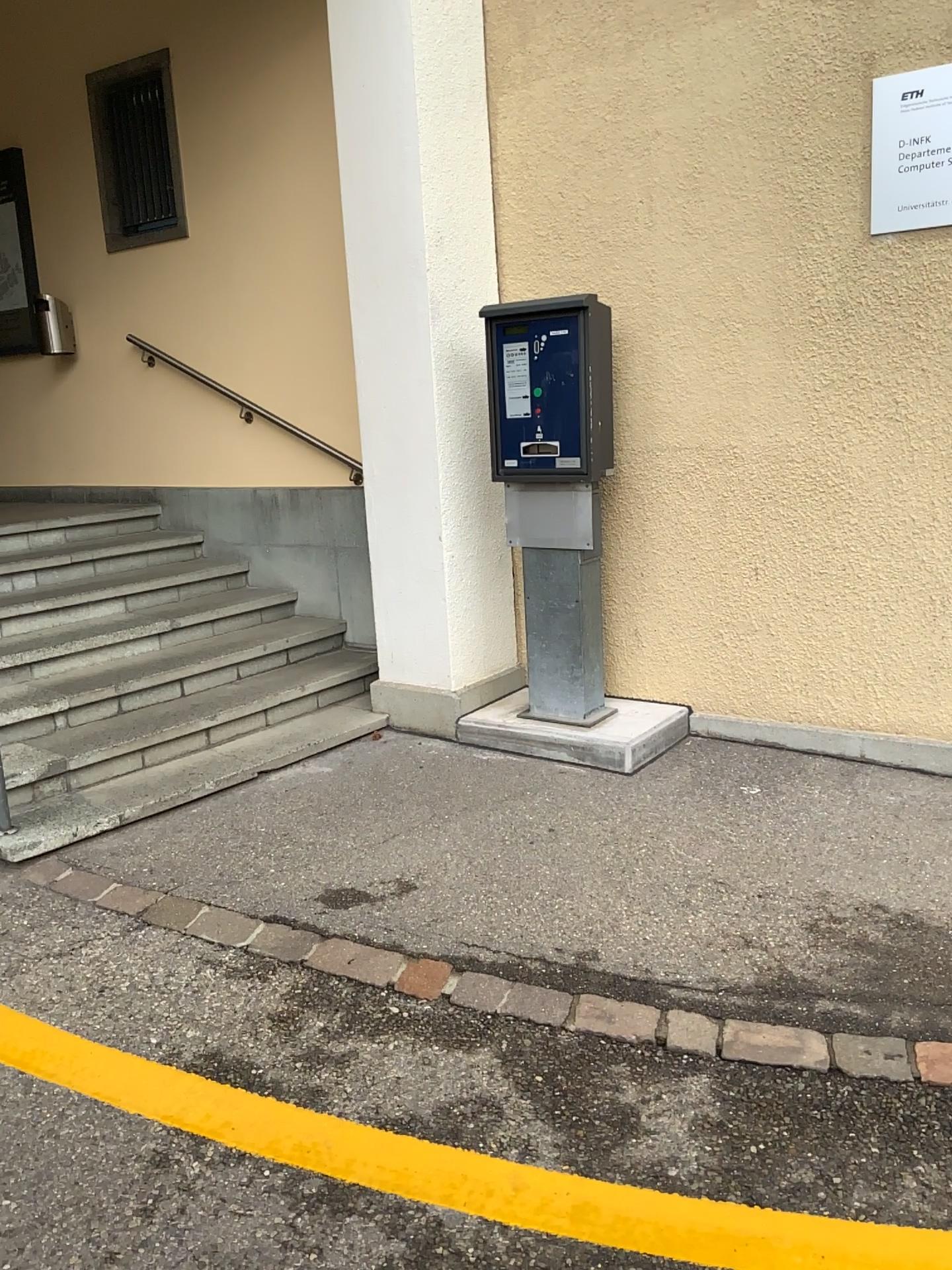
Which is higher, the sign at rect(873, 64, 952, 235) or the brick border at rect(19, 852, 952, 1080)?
the sign at rect(873, 64, 952, 235)

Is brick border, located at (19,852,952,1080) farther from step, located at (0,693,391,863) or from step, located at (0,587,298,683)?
step, located at (0,587,298,683)

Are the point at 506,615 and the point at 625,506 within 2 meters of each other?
yes

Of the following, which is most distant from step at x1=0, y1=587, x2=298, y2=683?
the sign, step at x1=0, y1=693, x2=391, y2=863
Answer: the sign

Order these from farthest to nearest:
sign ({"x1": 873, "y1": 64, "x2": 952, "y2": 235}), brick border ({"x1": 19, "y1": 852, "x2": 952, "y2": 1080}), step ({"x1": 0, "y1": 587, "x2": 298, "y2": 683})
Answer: step ({"x1": 0, "y1": 587, "x2": 298, "y2": 683}) → sign ({"x1": 873, "y1": 64, "x2": 952, "y2": 235}) → brick border ({"x1": 19, "y1": 852, "x2": 952, "y2": 1080})

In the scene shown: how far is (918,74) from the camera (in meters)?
3.49

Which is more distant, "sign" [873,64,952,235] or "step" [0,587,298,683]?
"step" [0,587,298,683]

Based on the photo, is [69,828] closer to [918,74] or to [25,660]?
[25,660]

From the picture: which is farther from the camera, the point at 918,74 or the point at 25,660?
the point at 25,660

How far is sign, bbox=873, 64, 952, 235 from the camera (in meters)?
3.49
